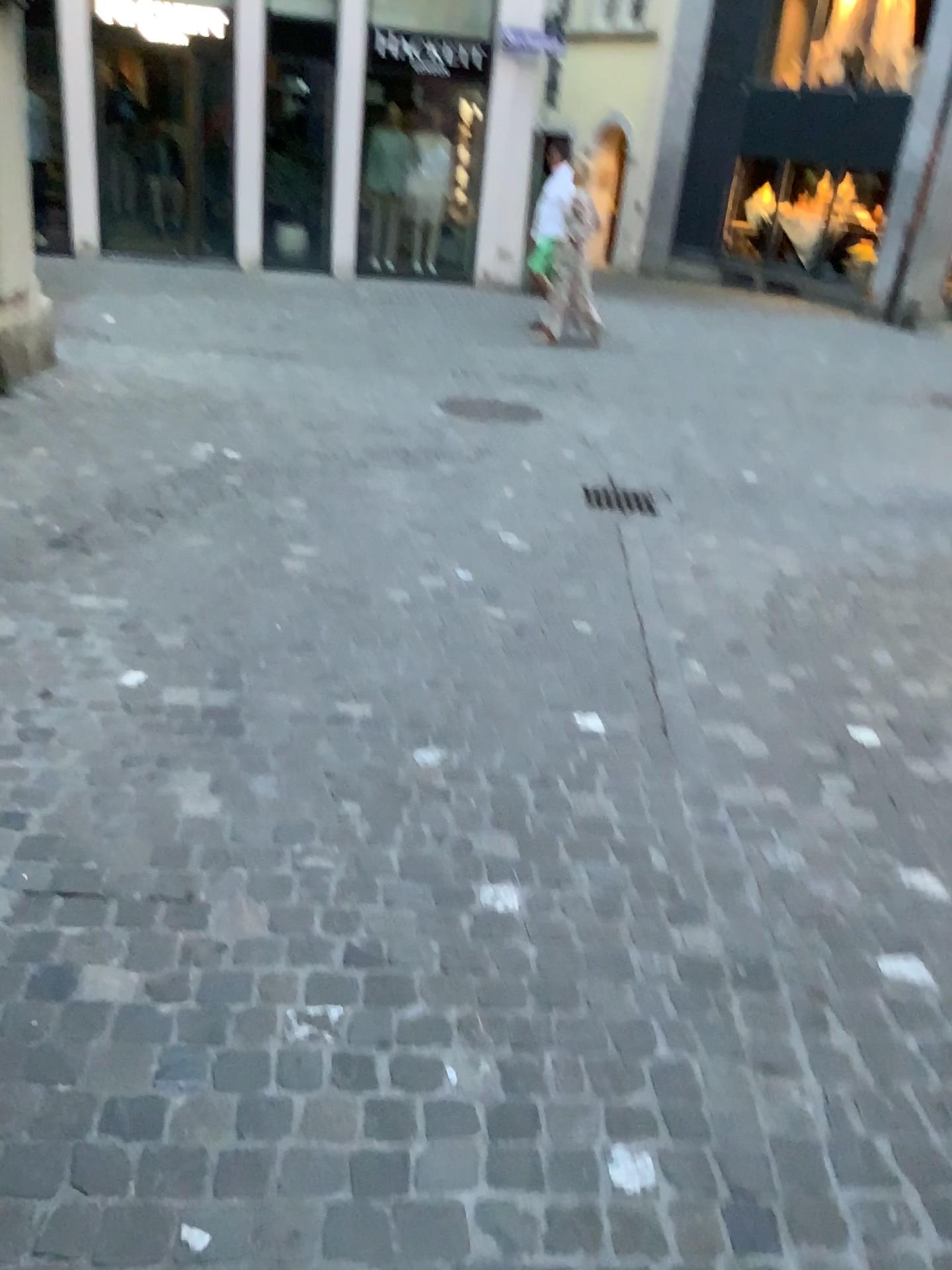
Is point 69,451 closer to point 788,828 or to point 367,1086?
point 788,828
